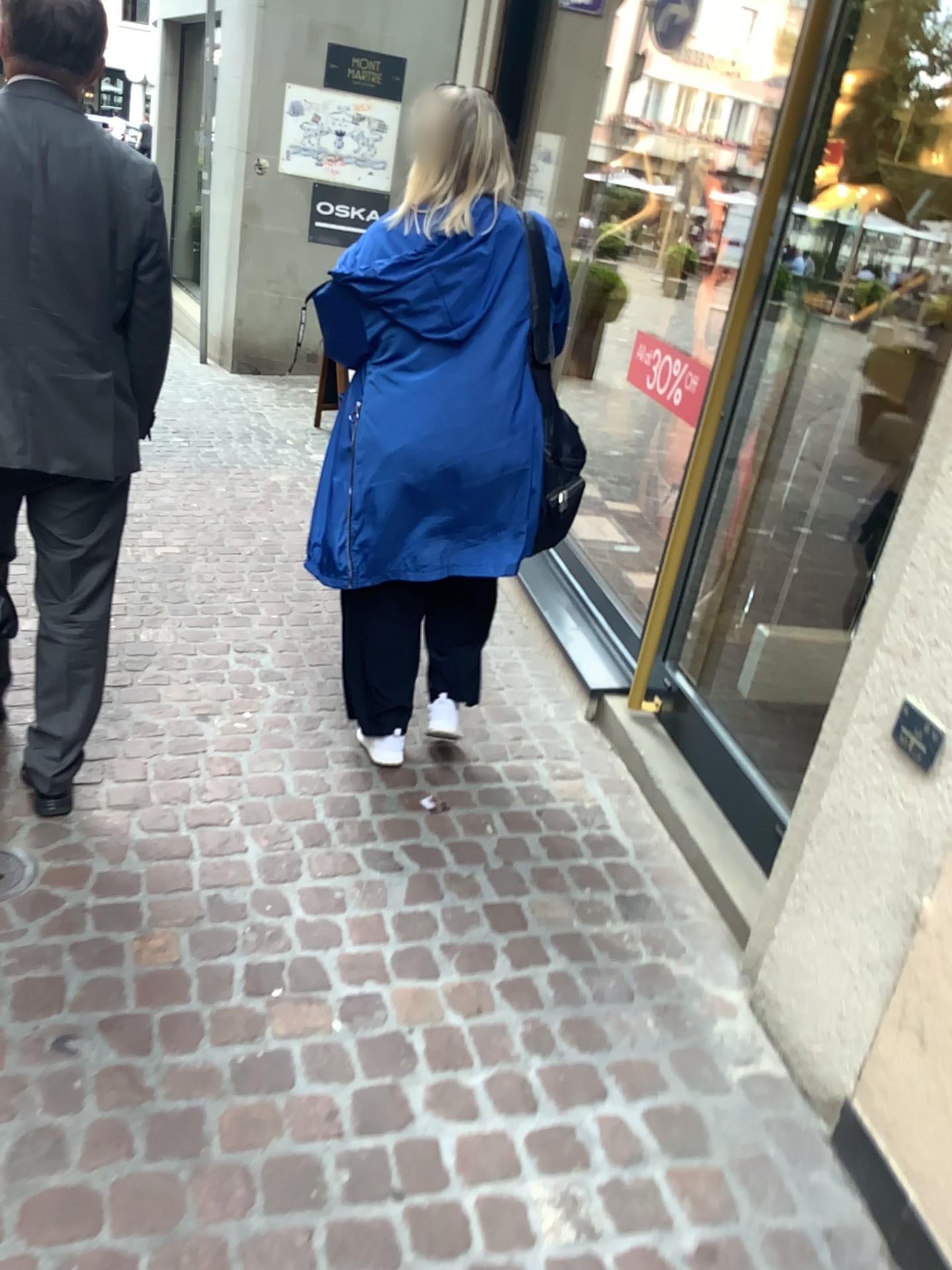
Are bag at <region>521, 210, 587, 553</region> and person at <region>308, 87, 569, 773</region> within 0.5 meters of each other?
yes

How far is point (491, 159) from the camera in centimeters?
215cm

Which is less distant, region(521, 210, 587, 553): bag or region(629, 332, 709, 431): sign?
region(521, 210, 587, 553): bag

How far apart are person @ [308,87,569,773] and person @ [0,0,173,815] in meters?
0.4 m

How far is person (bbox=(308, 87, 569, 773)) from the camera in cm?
218

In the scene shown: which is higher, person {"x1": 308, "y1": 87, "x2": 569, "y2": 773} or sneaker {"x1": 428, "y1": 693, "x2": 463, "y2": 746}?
person {"x1": 308, "y1": 87, "x2": 569, "y2": 773}

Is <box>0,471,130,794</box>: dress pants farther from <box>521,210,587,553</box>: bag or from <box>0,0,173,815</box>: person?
<box>521,210,587,553</box>: bag

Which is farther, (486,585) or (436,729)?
(436,729)

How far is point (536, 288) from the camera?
2.3 meters

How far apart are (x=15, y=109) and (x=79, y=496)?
0.7m
